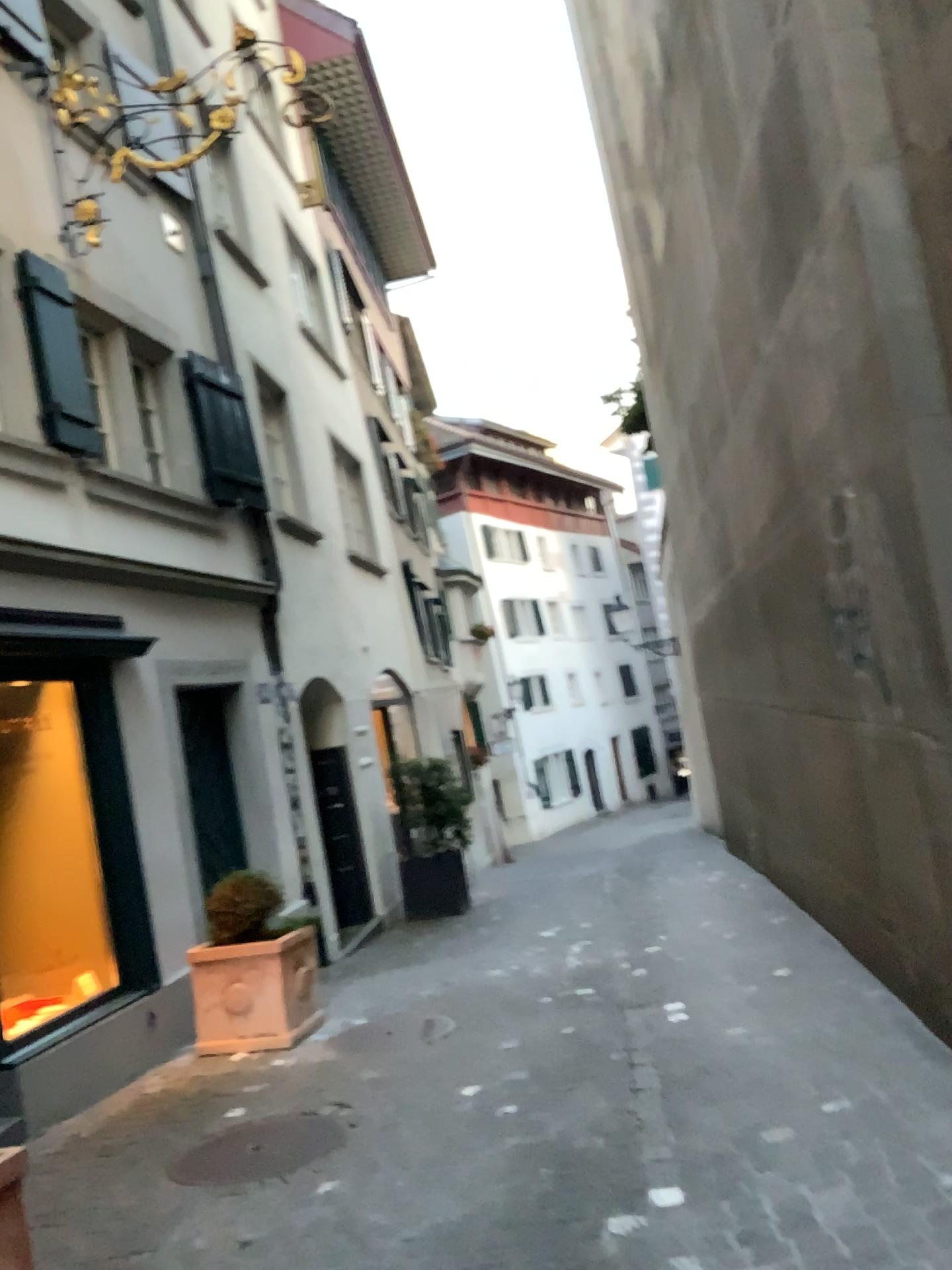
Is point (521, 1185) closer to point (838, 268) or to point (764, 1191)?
point (764, 1191)
